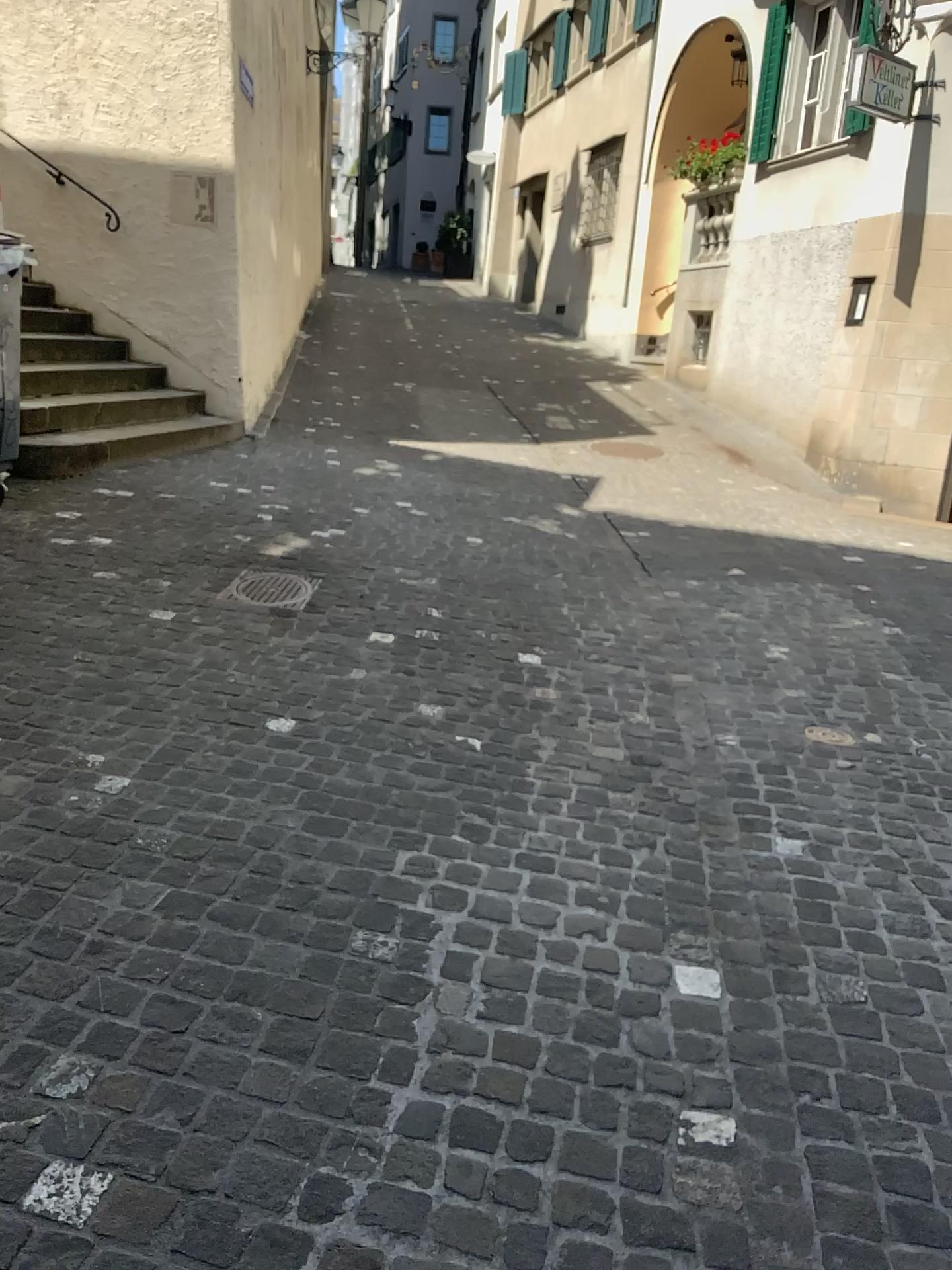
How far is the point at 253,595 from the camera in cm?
445

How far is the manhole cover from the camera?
4.4m

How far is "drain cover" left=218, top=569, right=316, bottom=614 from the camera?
4.45m

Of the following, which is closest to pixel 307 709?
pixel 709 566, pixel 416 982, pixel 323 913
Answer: pixel 323 913

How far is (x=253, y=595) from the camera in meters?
4.4
